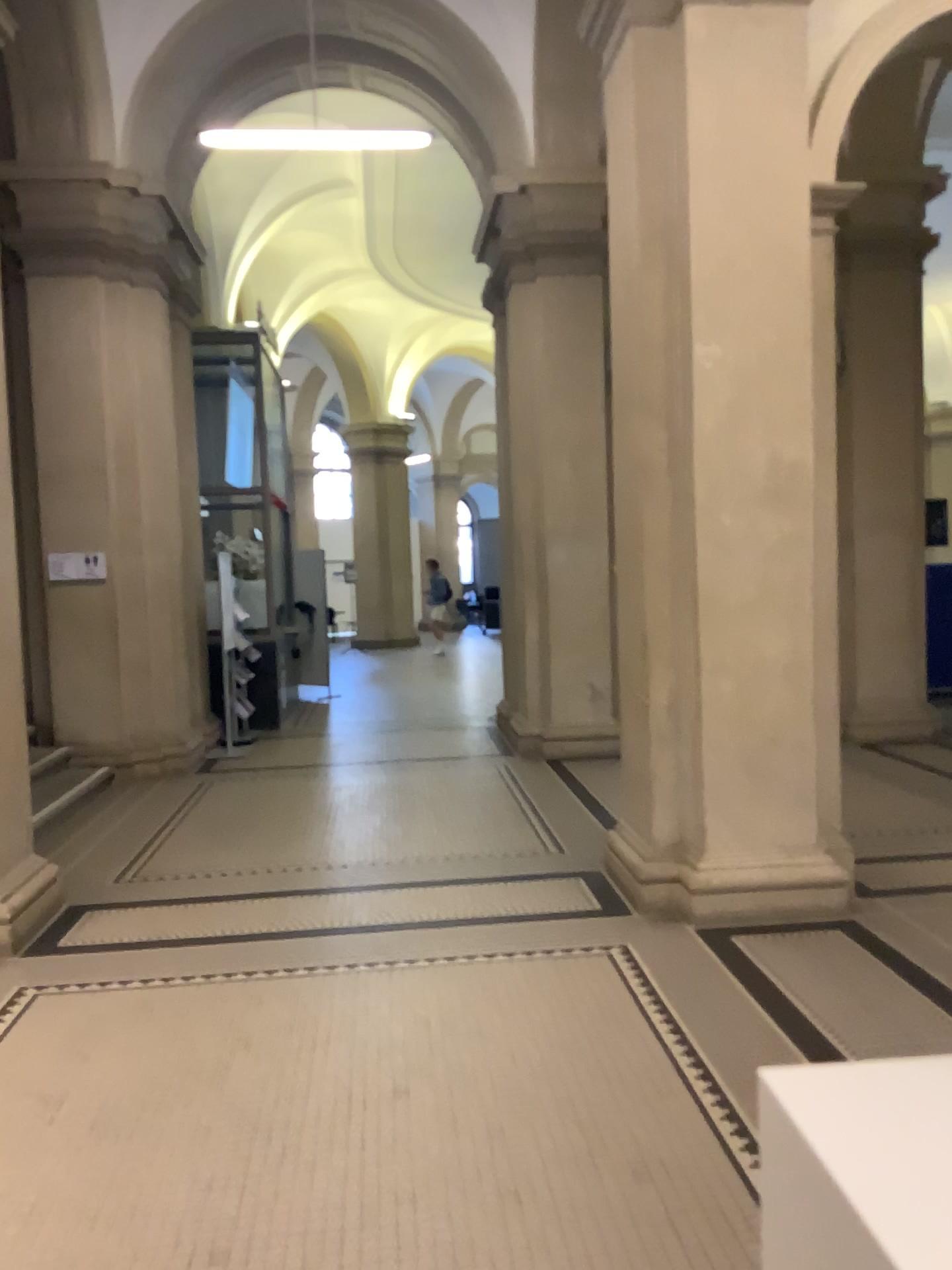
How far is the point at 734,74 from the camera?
4.5m

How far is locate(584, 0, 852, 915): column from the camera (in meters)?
4.48

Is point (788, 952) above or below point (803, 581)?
below
